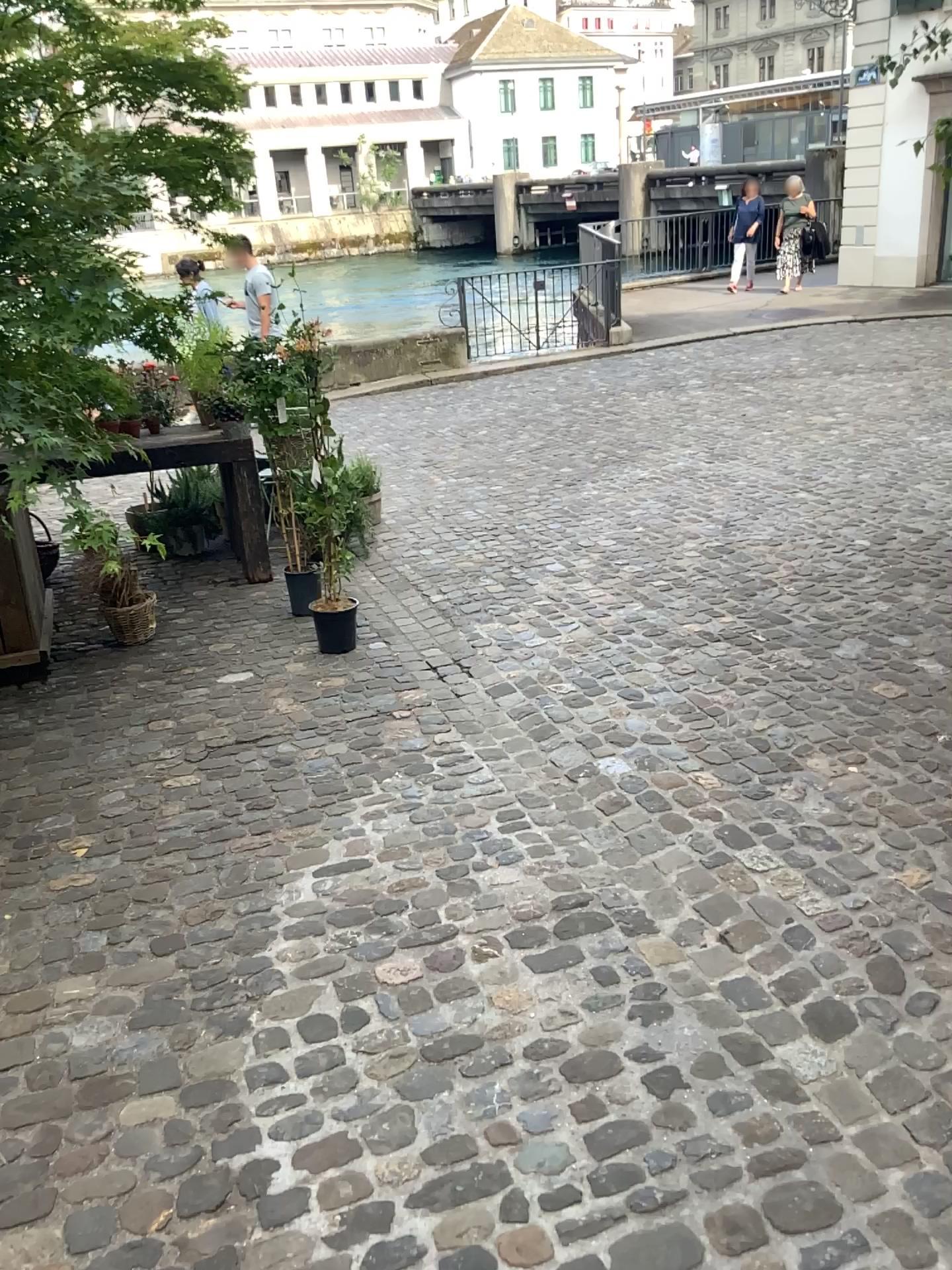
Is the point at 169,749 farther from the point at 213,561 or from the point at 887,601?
the point at 887,601
